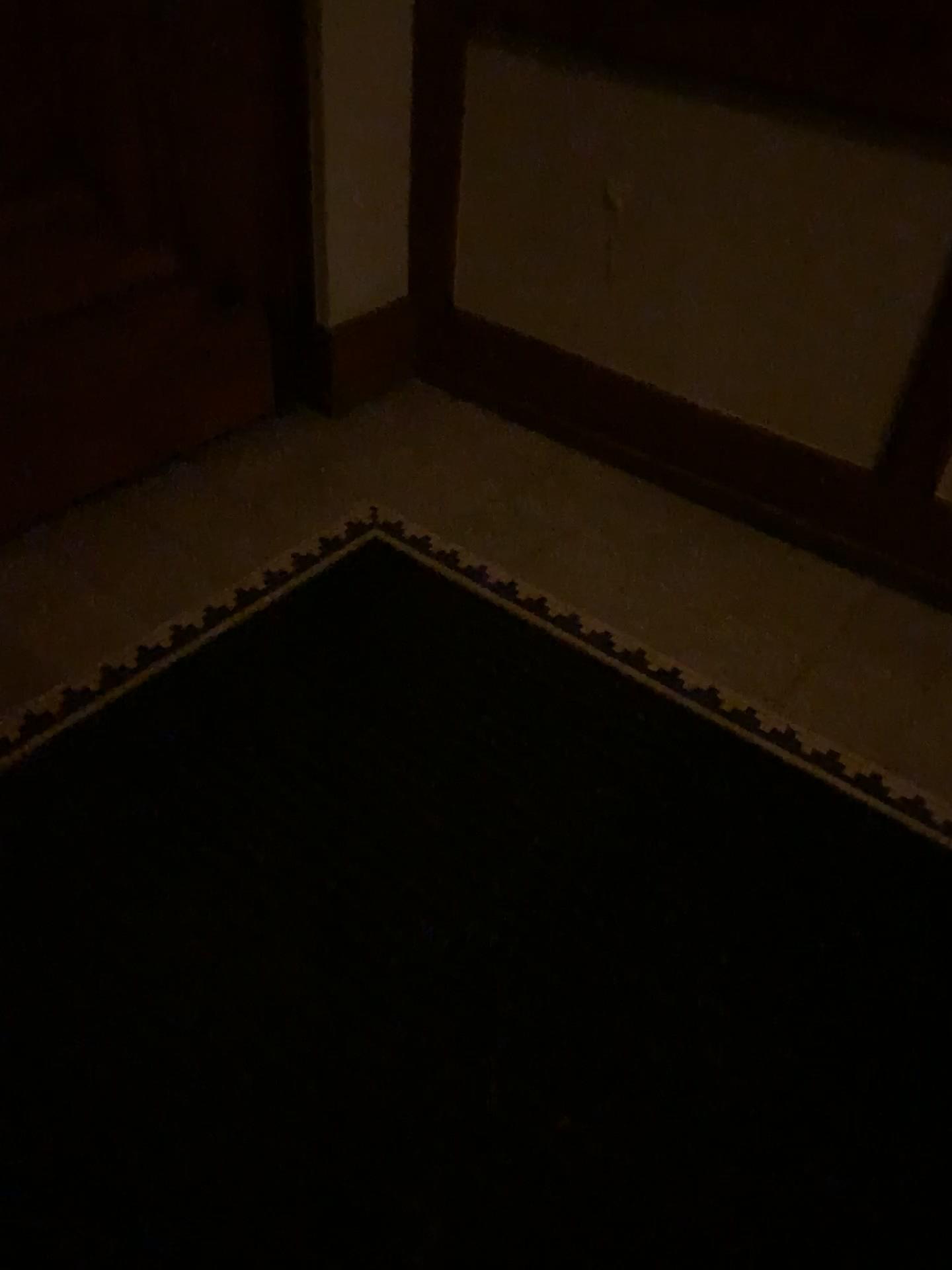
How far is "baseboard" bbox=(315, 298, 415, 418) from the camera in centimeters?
259cm

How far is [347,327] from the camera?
2.59m

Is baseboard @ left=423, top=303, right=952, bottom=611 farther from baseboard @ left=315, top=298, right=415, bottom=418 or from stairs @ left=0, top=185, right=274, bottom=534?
stairs @ left=0, top=185, right=274, bottom=534

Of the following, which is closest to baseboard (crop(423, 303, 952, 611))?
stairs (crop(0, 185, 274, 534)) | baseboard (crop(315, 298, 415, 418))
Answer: baseboard (crop(315, 298, 415, 418))

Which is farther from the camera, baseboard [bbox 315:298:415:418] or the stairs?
baseboard [bbox 315:298:415:418]

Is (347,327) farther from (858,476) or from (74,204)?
(858,476)

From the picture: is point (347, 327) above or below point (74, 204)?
below

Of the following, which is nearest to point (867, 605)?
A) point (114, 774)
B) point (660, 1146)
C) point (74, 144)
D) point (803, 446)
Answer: point (803, 446)

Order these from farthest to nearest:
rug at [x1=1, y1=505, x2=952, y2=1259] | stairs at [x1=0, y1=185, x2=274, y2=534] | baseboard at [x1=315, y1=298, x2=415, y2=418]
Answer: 1. baseboard at [x1=315, y1=298, x2=415, y2=418]
2. stairs at [x1=0, y1=185, x2=274, y2=534]
3. rug at [x1=1, y1=505, x2=952, y2=1259]
